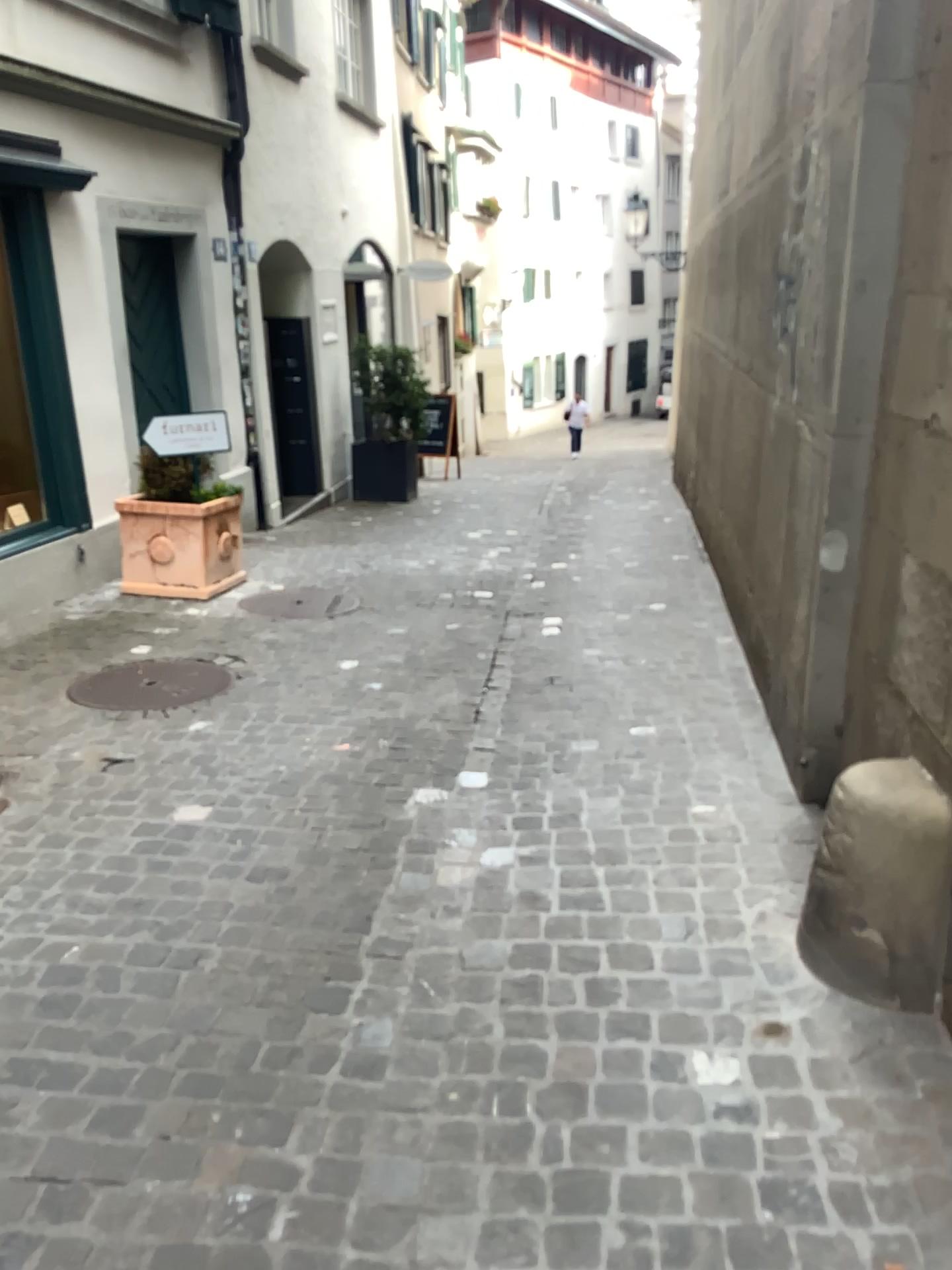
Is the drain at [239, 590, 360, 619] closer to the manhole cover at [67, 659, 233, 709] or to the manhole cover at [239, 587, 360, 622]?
the manhole cover at [239, 587, 360, 622]

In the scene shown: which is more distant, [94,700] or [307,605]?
[307,605]

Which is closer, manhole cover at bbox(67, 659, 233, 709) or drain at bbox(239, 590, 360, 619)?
manhole cover at bbox(67, 659, 233, 709)

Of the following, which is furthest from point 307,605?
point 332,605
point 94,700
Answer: point 94,700

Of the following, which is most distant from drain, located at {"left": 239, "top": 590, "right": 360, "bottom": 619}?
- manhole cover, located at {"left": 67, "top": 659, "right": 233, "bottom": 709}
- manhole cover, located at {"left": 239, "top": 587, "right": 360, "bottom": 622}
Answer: manhole cover, located at {"left": 67, "top": 659, "right": 233, "bottom": 709}

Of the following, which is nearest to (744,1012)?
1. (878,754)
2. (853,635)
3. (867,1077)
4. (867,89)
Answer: (867,1077)

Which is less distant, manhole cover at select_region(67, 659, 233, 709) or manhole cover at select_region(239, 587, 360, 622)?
manhole cover at select_region(67, 659, 233, 709)

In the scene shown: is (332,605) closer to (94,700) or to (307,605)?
(307,605)
